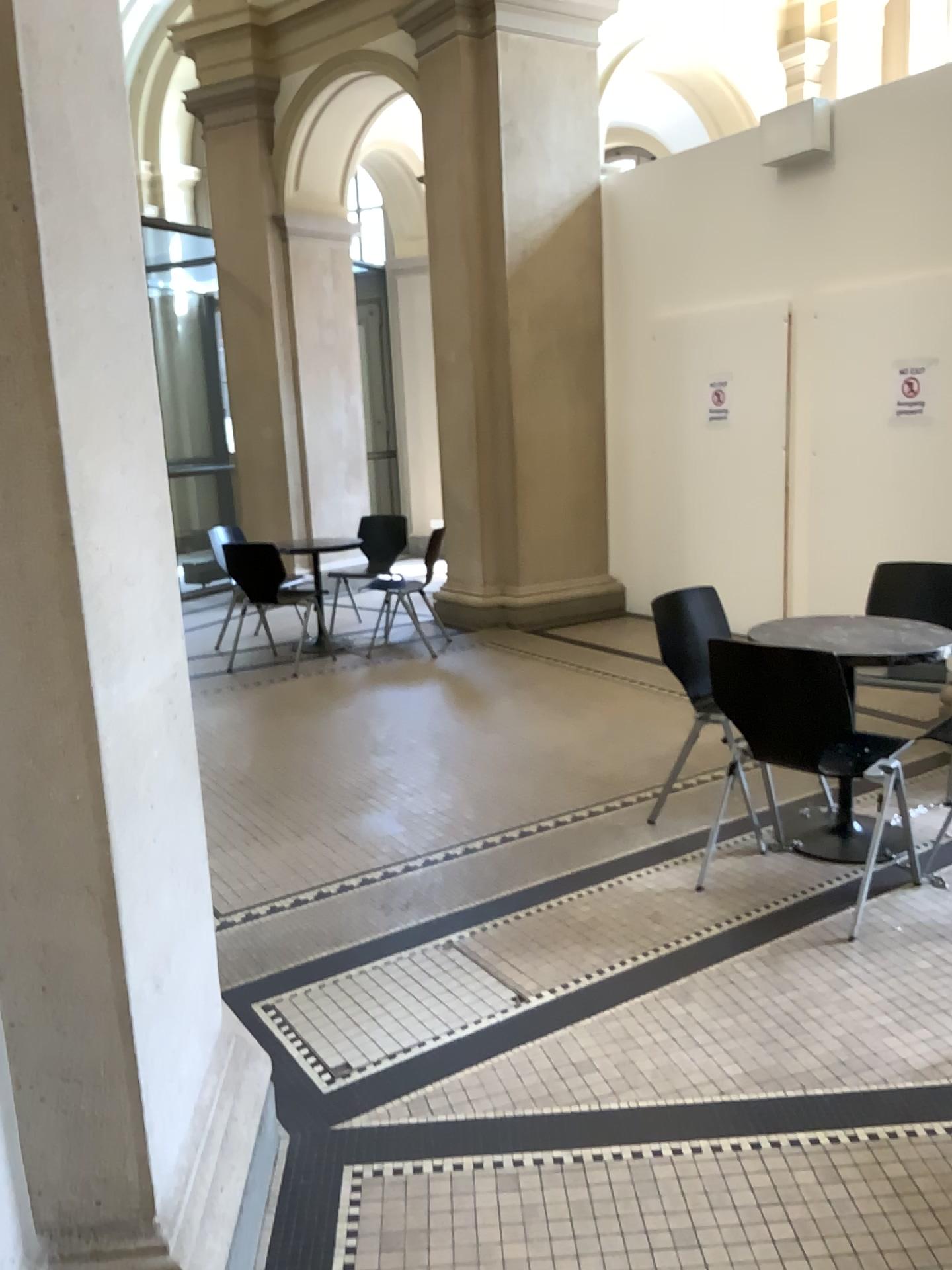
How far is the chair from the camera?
3.0 meters

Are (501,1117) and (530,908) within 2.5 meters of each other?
yes

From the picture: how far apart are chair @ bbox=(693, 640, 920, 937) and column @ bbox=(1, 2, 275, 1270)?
1.70m

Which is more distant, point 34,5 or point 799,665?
point 799,665

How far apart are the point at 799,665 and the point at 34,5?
2.3m

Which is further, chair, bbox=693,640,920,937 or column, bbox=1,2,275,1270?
chair, bbox=693,640,920,937

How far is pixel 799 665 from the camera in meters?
3.0 m

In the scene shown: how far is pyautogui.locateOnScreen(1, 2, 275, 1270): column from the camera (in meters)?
1.40
